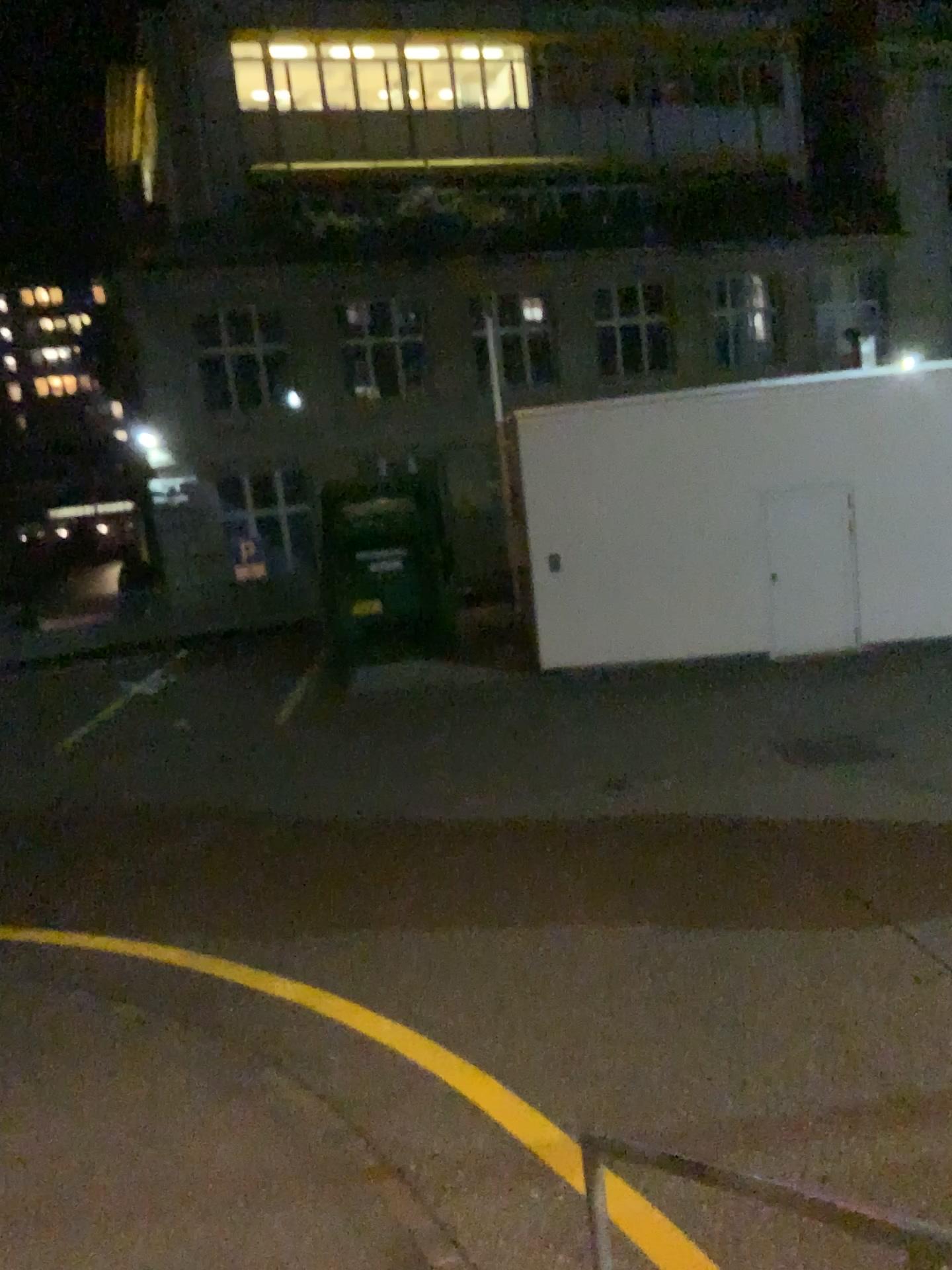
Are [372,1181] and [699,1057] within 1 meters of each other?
no
